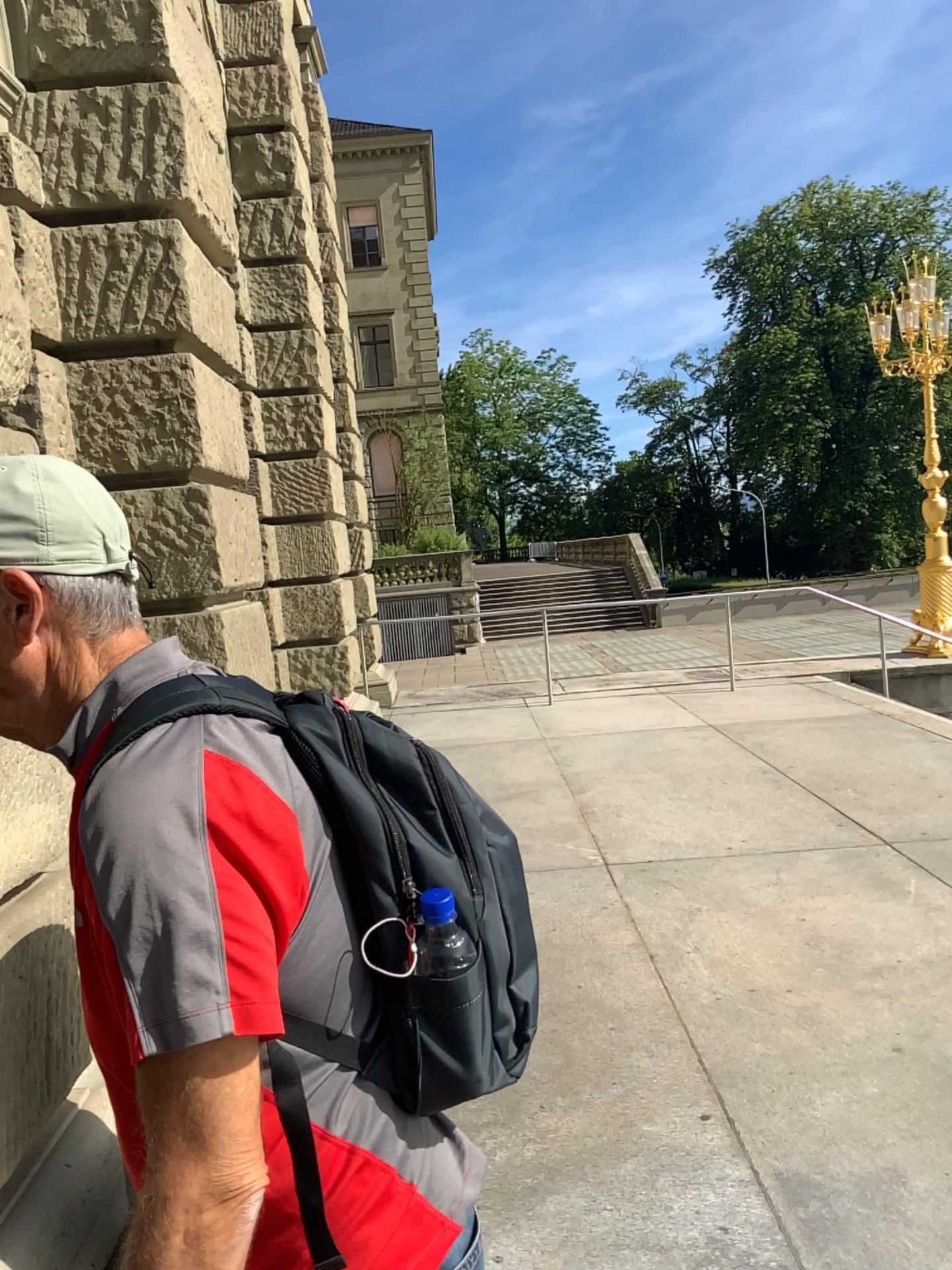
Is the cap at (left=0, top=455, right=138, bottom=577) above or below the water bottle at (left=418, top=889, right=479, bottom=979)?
above

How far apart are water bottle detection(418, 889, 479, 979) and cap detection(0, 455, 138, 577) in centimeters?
41cm

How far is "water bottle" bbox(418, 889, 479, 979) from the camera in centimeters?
96cm

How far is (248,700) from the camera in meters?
0.9 m

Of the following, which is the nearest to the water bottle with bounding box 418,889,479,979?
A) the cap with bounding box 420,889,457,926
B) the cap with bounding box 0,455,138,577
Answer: the cap with bounding box 420,889,457,926

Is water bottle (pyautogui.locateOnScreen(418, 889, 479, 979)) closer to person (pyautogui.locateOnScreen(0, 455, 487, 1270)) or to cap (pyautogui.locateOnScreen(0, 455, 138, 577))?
person (pyautogui.locateOnScreen(0, 455, 487, 1270))

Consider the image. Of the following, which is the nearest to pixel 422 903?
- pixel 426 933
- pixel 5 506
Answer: pixel 426 933

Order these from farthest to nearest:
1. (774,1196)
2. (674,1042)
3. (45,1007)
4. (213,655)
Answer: (213,655) → (674,1042) → (774,1196) → (45,1007)

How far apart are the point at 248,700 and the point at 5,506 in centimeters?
28cm

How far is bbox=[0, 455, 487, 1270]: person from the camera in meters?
0.8 m
